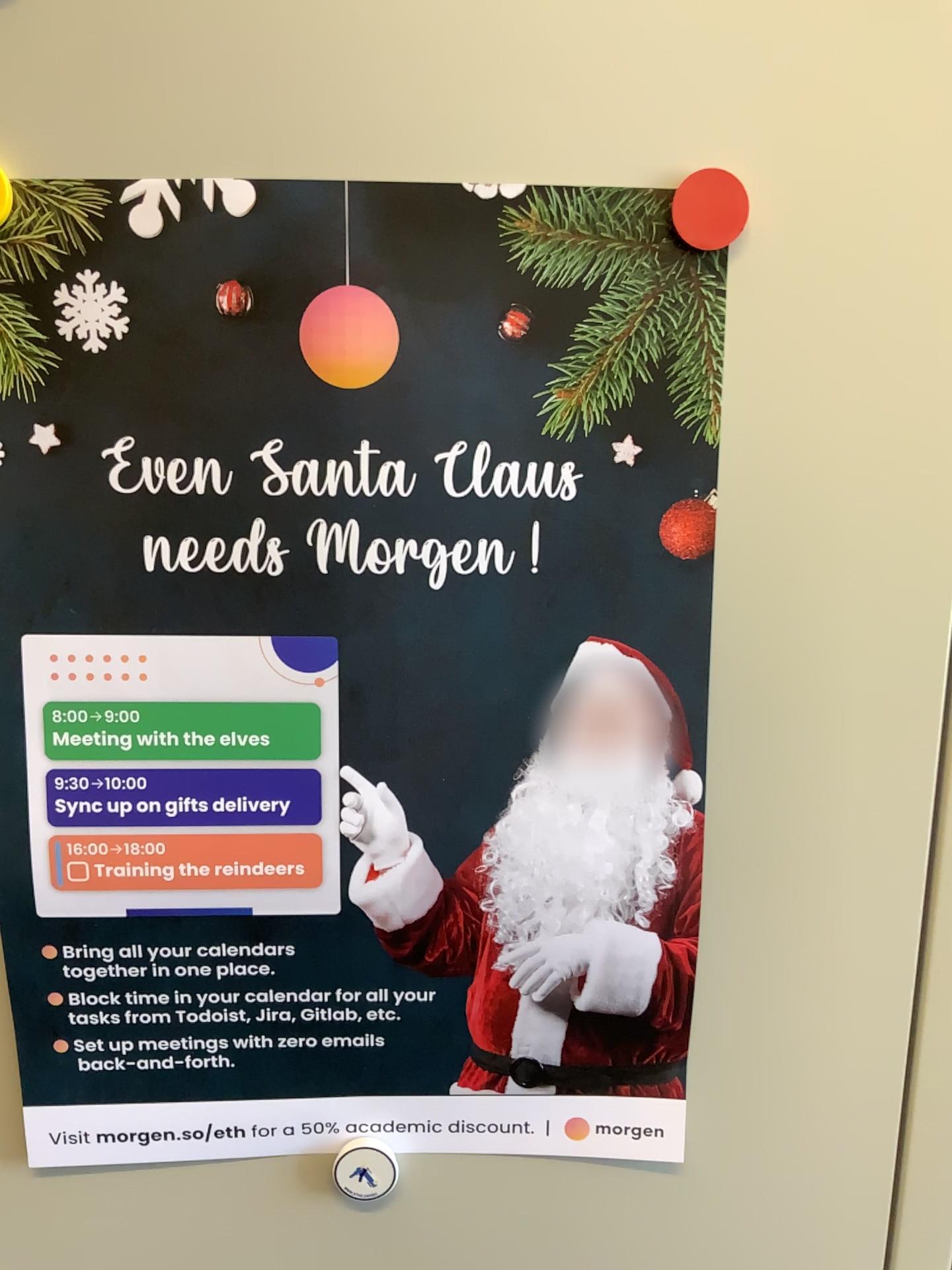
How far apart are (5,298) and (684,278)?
0.3m

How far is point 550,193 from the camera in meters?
0.4

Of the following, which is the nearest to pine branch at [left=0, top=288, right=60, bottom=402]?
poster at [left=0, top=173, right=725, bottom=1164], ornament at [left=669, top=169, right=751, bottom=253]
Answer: poster at [left=0, top=173, right=725, bottom=1164]

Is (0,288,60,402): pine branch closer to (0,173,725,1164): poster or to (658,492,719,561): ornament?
(0,173,725,1164): poster

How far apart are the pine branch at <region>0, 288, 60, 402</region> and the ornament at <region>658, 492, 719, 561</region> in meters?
0.3

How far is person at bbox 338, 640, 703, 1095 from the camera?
0.4 meters

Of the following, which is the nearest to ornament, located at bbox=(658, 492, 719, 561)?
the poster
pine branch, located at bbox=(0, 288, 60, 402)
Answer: the poster

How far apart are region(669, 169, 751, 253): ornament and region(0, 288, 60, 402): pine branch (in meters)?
0.25

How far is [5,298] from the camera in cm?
42

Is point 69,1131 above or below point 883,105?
below
